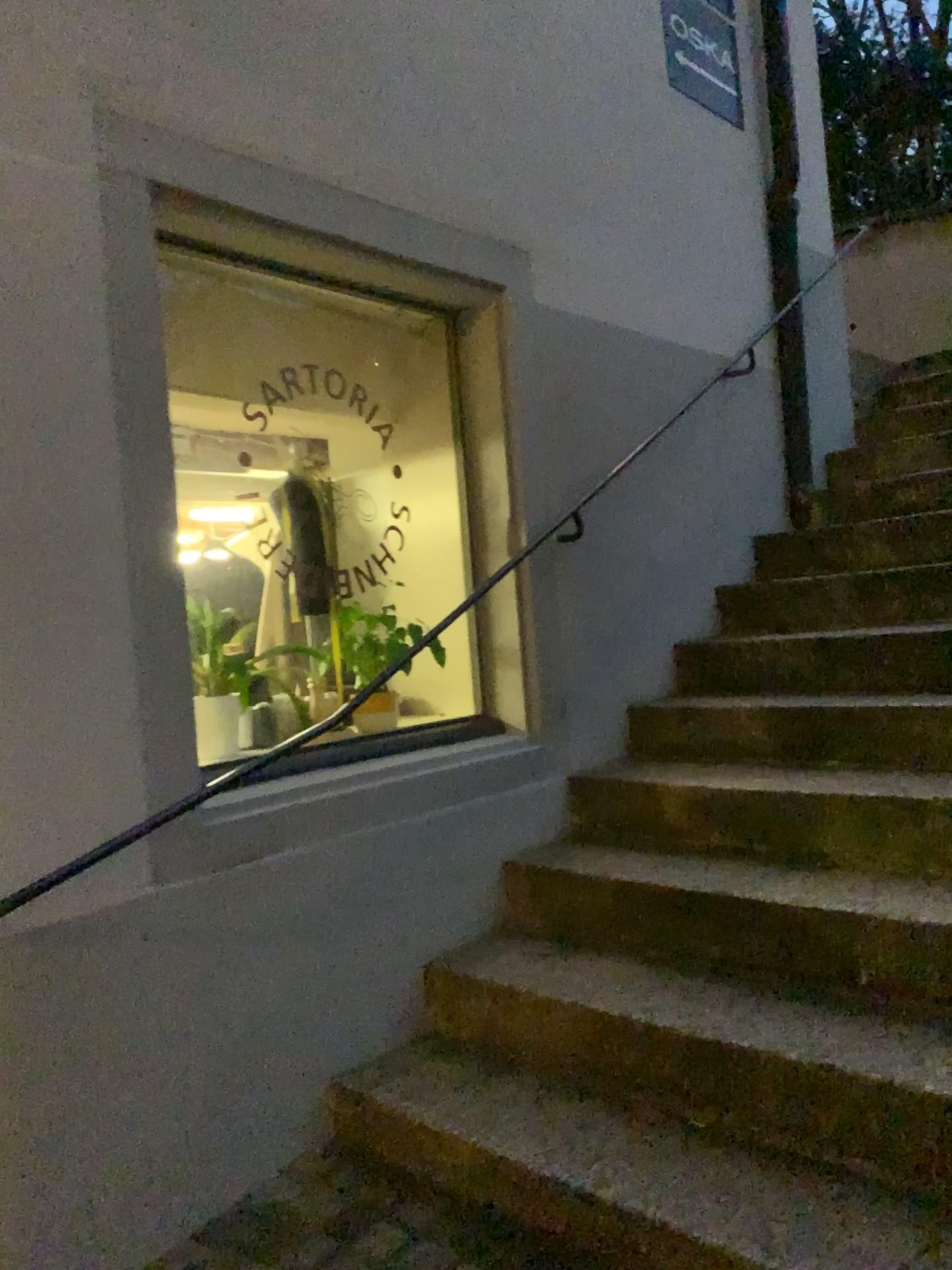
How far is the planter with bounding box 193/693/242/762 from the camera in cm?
265

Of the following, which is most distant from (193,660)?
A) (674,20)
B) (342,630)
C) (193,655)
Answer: (674,20)

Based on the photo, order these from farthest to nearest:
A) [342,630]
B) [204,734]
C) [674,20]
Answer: [674,20]
[342,630]
[204,734]

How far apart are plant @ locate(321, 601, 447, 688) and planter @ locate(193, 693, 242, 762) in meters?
0.3 m

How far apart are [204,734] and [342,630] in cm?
49

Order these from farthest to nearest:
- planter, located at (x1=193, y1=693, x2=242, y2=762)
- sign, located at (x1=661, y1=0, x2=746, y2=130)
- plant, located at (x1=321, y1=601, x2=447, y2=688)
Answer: sign, located at (x1=661, y1=0, x2=746, y2=130), plant, located at (x1=321, y1=601, x2=447, y2=688), planter, located at (x1=193, y1=693, x2=242, y2=762)

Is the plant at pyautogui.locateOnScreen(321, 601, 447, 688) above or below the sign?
below

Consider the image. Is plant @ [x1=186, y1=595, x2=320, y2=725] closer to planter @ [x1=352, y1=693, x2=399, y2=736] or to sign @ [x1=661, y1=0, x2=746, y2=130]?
planter @ [x1=352, y1=693, x2=399, y2=736]

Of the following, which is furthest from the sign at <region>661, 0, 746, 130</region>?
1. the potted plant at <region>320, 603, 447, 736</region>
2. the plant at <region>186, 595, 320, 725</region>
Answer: the plant at <region>186, 595, 320, 725</region>

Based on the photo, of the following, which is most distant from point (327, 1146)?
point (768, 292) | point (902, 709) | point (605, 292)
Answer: point (768, 292)
